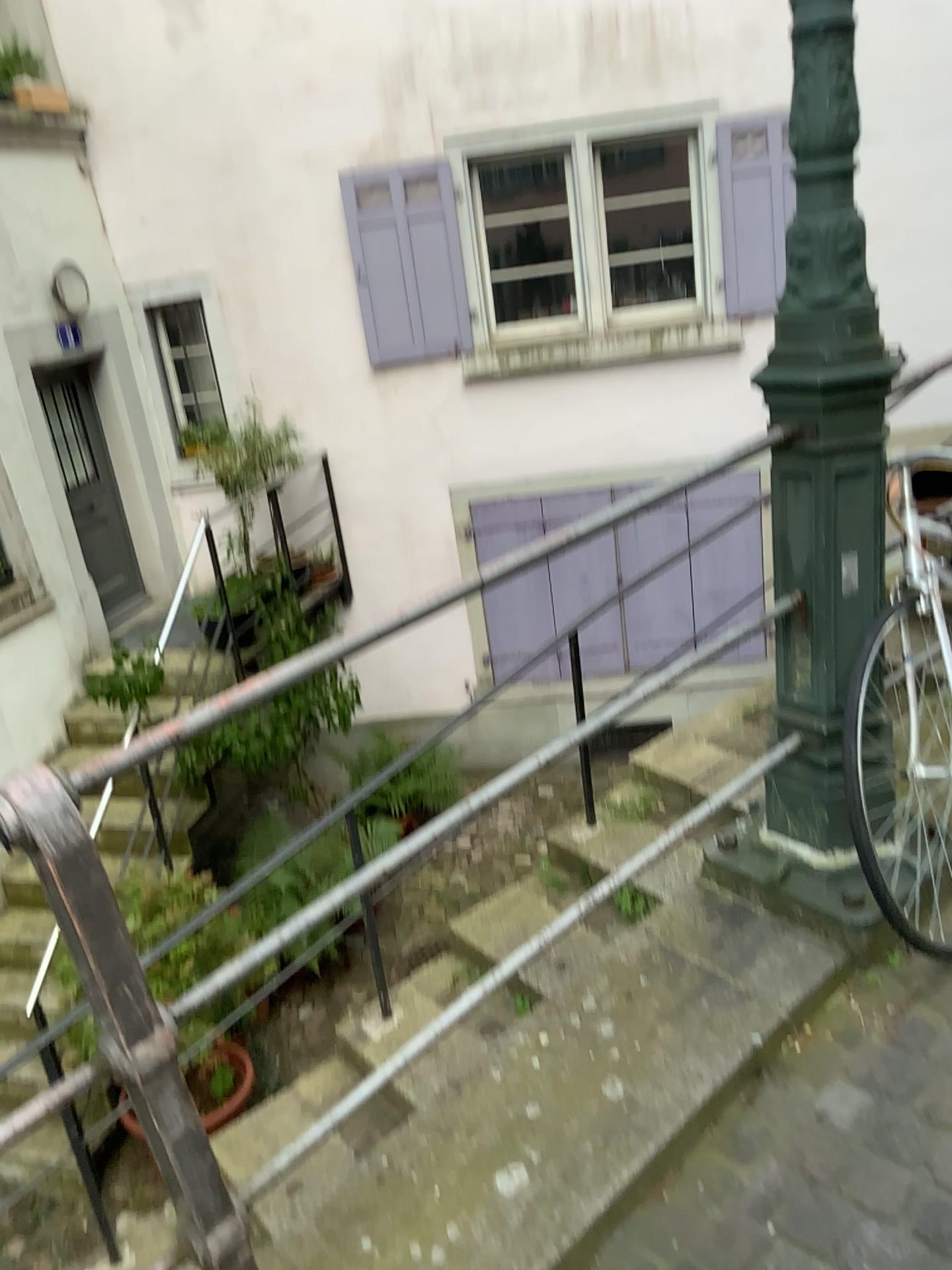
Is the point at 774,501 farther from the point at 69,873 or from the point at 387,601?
the point at 387,601
